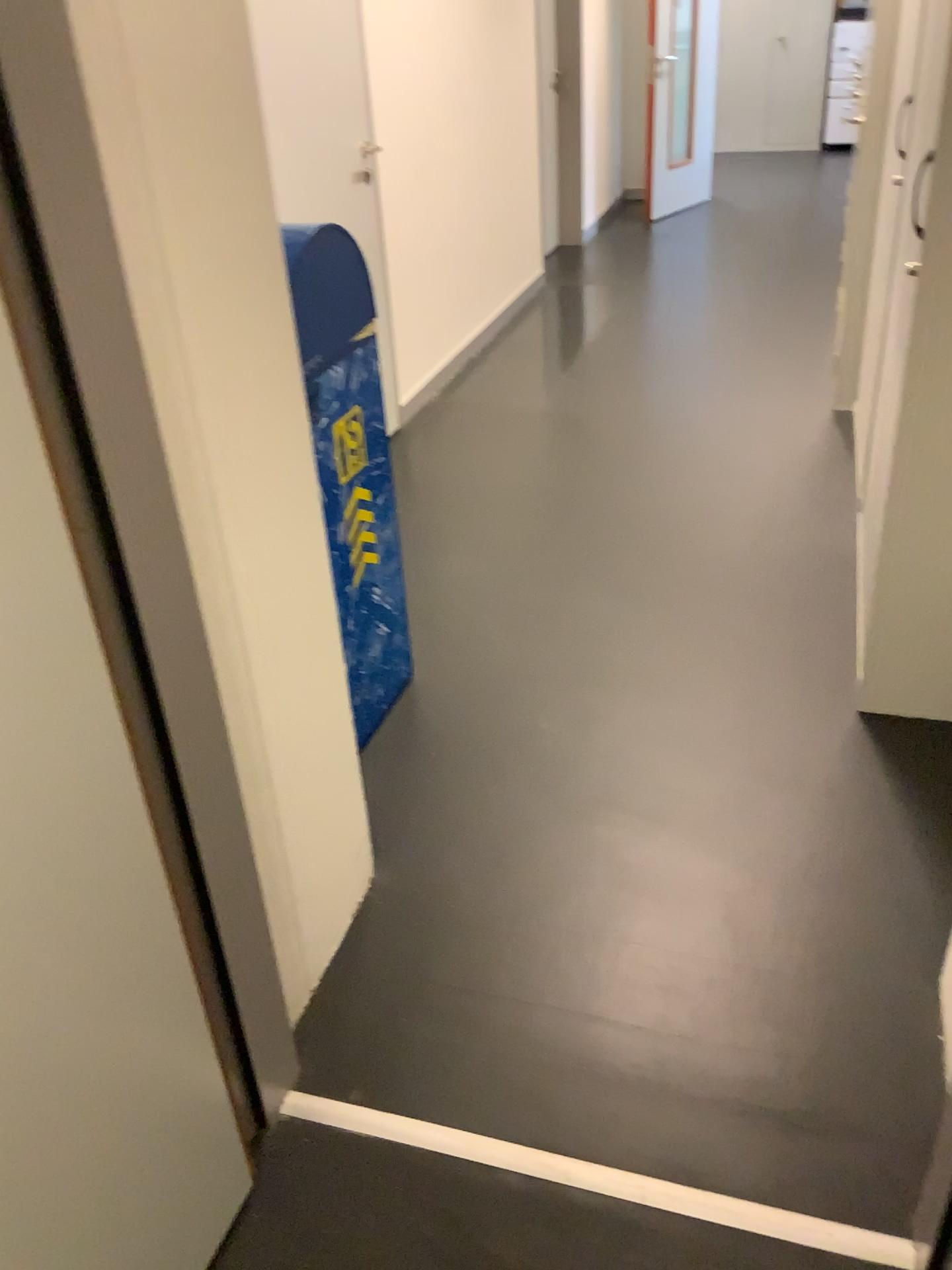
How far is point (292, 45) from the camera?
3.1m

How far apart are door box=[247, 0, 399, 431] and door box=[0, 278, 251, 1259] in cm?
260

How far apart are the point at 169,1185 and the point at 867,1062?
1.0 meters

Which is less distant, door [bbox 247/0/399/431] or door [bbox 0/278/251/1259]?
door [bbox 0/278/251/1259]

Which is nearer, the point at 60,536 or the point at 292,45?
the point at 60,536

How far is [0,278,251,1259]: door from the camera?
A: 0.9m

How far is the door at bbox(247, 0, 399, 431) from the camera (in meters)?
3.13

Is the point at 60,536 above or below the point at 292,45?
below
